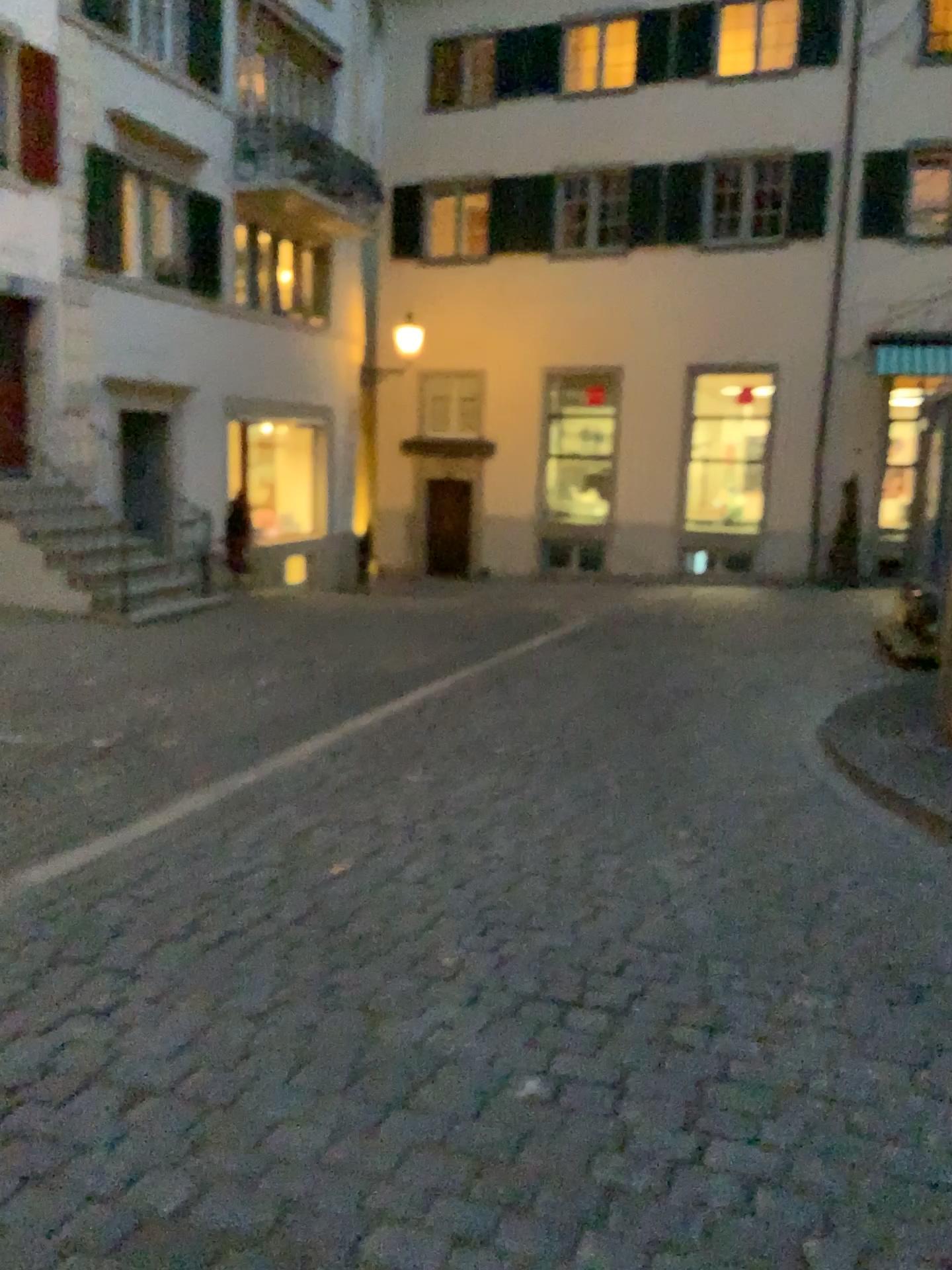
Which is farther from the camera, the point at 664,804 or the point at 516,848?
the point at 664,804
